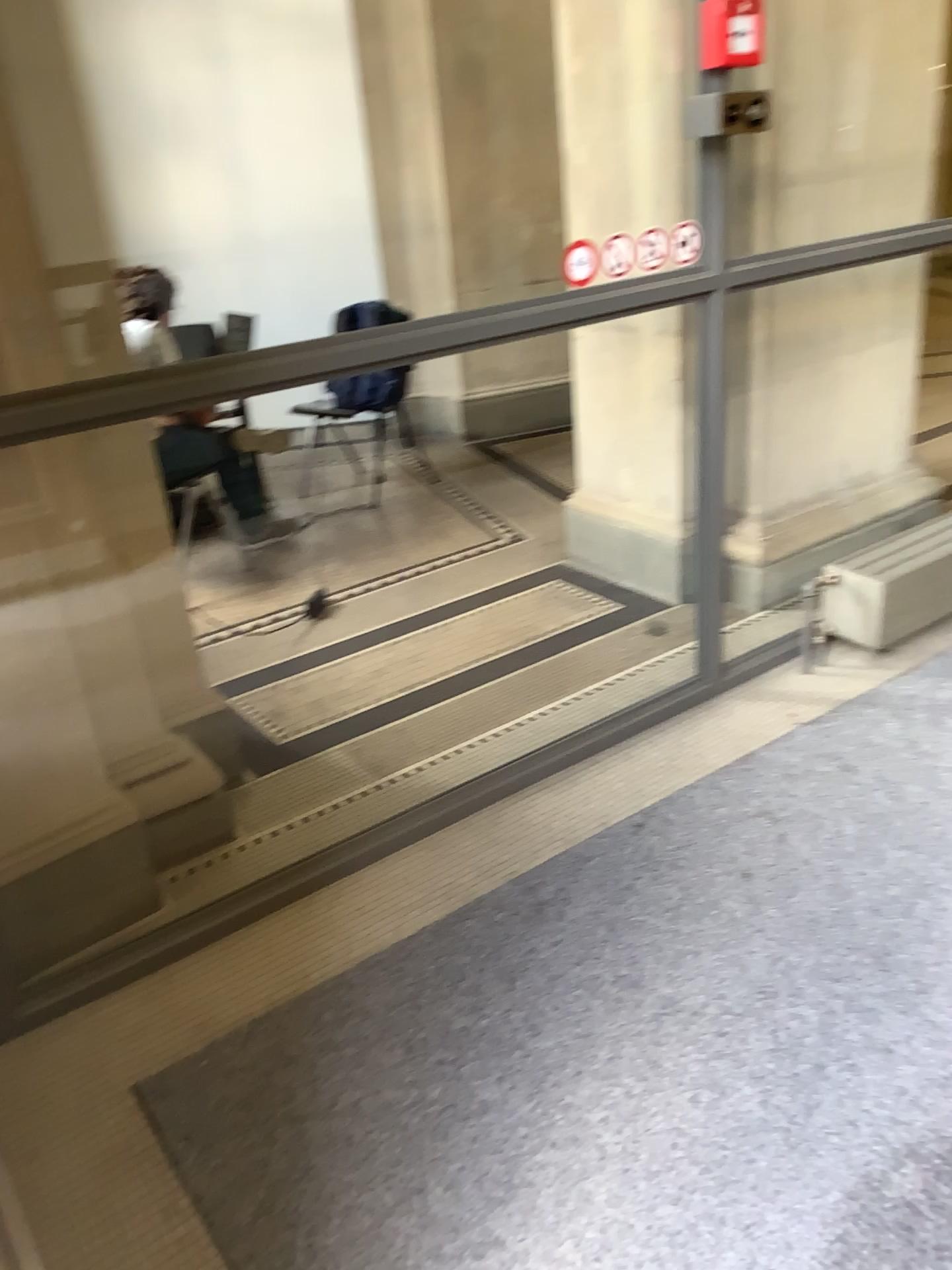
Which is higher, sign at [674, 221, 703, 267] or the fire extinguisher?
the fire extinguisher

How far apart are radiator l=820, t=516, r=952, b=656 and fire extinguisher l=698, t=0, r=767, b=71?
1.4 meters

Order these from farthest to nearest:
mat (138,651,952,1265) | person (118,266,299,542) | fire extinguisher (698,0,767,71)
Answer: person (118,266,299,542), fire extinguisher (698,0,767,71), mat (138,651,952,1265)

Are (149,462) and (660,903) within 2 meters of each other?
yes

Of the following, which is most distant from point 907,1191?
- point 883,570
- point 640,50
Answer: point 640,50

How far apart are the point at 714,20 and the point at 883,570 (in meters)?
1.51

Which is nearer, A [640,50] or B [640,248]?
B [640,248]

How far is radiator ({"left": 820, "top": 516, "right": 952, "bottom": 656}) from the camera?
3.0m

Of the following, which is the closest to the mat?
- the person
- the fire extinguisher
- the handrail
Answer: the handrail

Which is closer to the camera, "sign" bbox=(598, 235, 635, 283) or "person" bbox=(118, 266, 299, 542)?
"sign" bbox=(598, 235, 635, 283)
